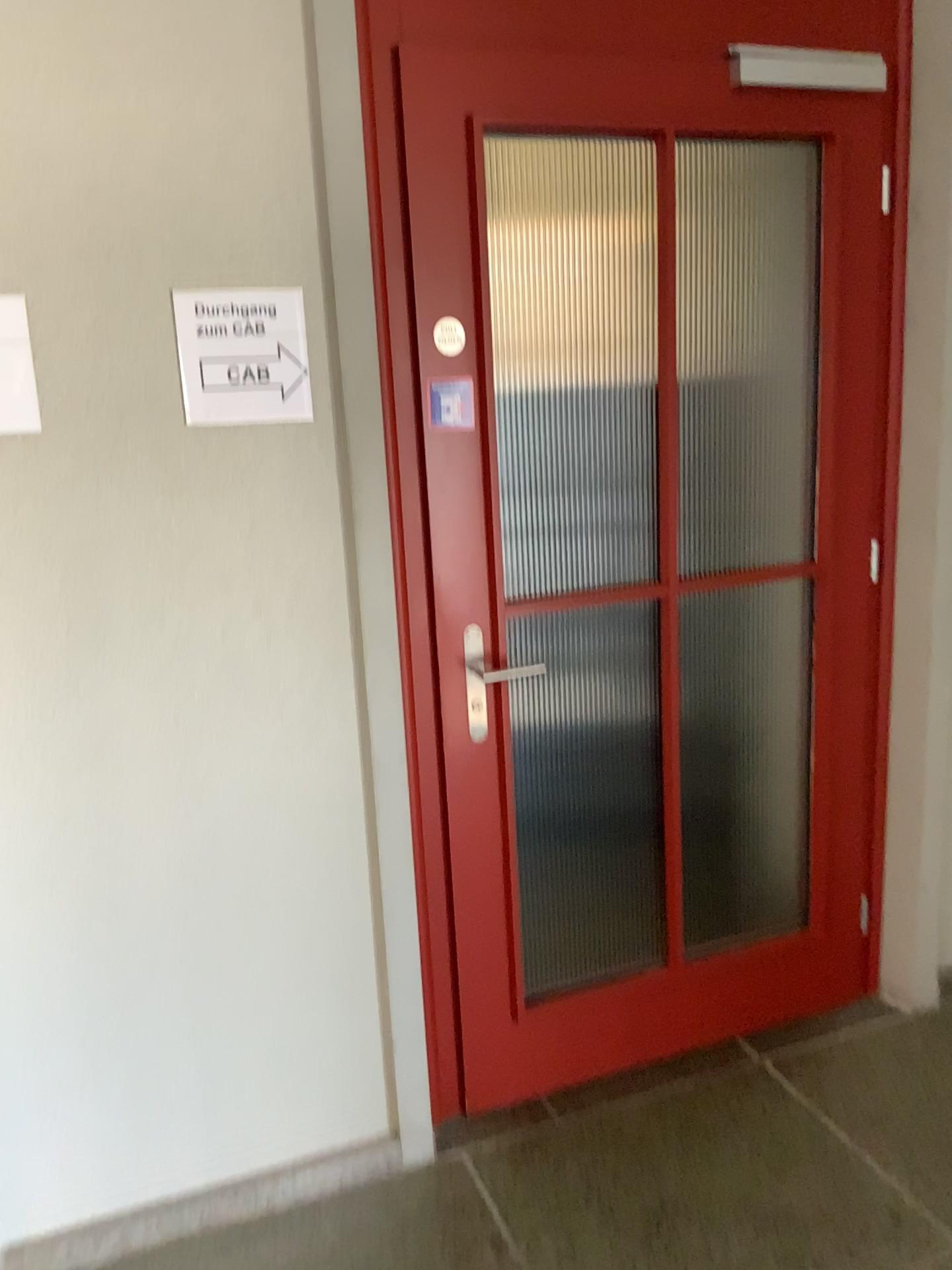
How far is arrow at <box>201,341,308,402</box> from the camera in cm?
176

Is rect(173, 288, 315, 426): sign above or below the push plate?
above

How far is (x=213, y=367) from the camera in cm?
176

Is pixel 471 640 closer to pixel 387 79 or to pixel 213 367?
pixel 213 367

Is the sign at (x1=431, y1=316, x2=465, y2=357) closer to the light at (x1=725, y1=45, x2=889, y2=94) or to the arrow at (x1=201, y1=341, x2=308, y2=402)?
the arrow at (x1=201, y1=341, x2=308, y2=402)

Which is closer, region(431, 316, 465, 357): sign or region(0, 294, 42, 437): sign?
region(0, 294, 42, 437): sign

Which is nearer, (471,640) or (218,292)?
(218,292)

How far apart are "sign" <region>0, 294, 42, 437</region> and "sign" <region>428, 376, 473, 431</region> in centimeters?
69cm

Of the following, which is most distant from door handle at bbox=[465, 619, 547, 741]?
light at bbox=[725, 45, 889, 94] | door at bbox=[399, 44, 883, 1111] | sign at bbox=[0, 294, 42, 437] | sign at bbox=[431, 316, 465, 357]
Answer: light at bbox=[725, 45, 889, 94]

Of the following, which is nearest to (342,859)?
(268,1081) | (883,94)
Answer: (268,1081)
